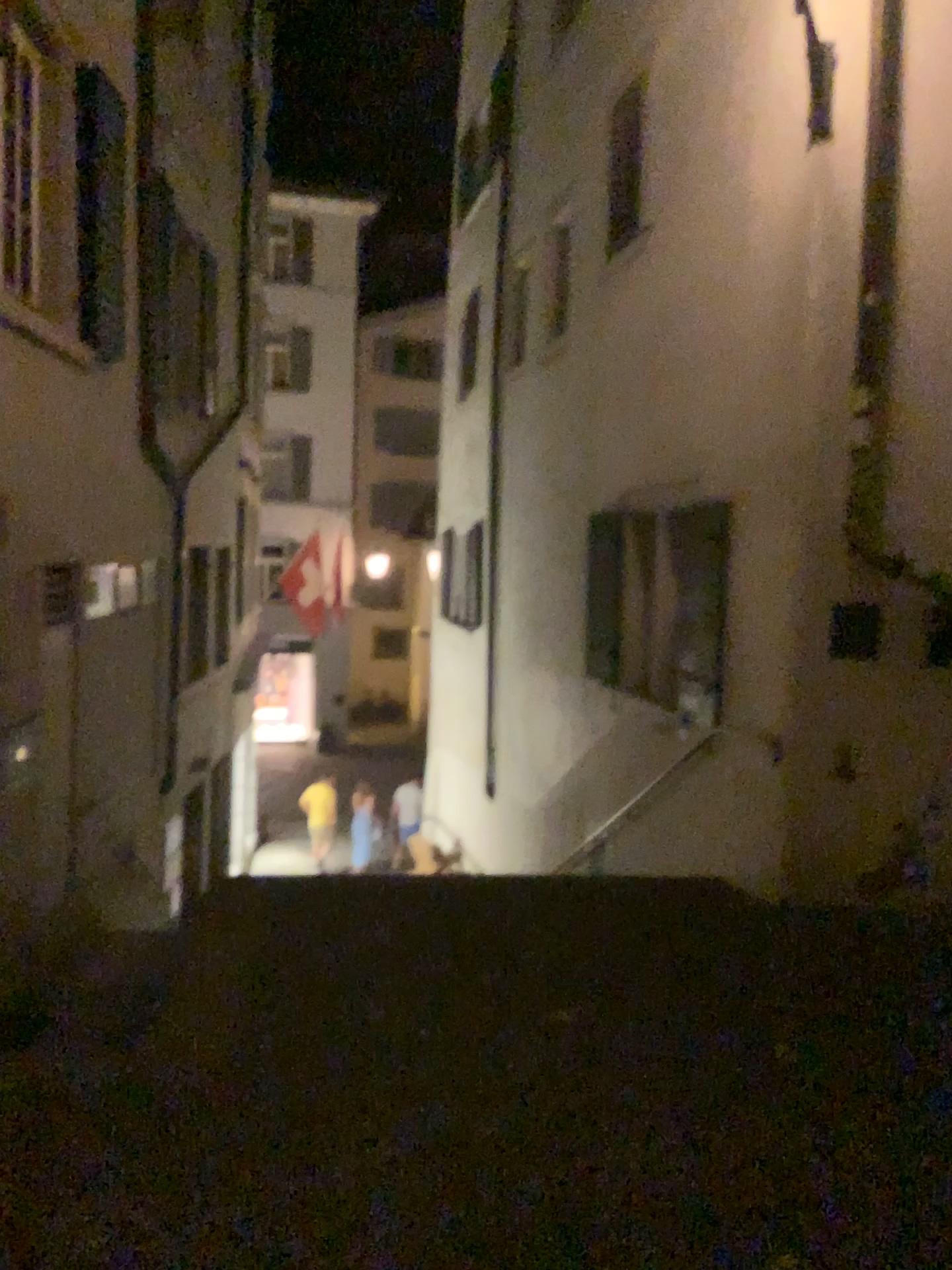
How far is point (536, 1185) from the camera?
2.9 meters
